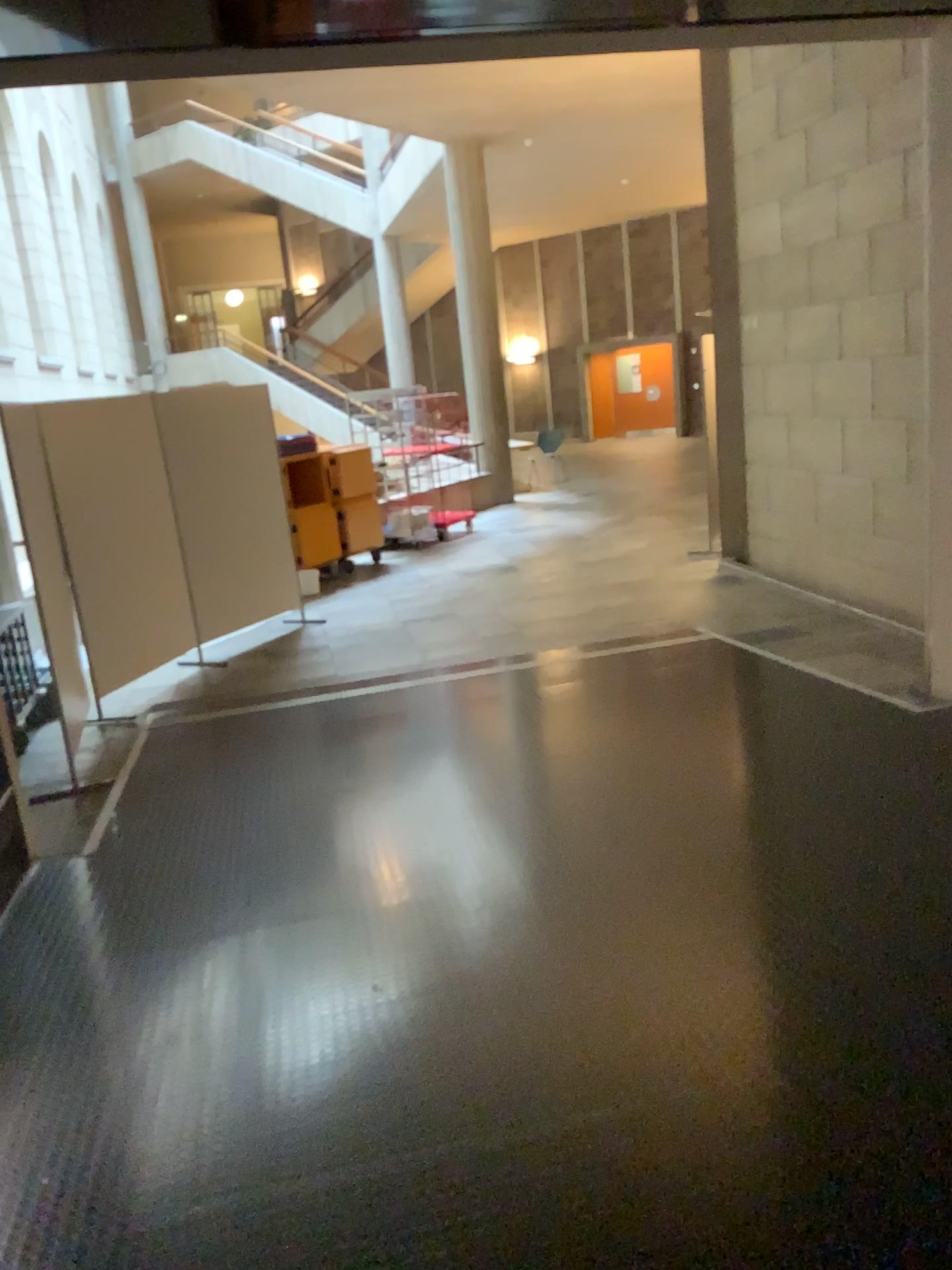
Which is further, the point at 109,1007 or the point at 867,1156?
the point at 109,1007
